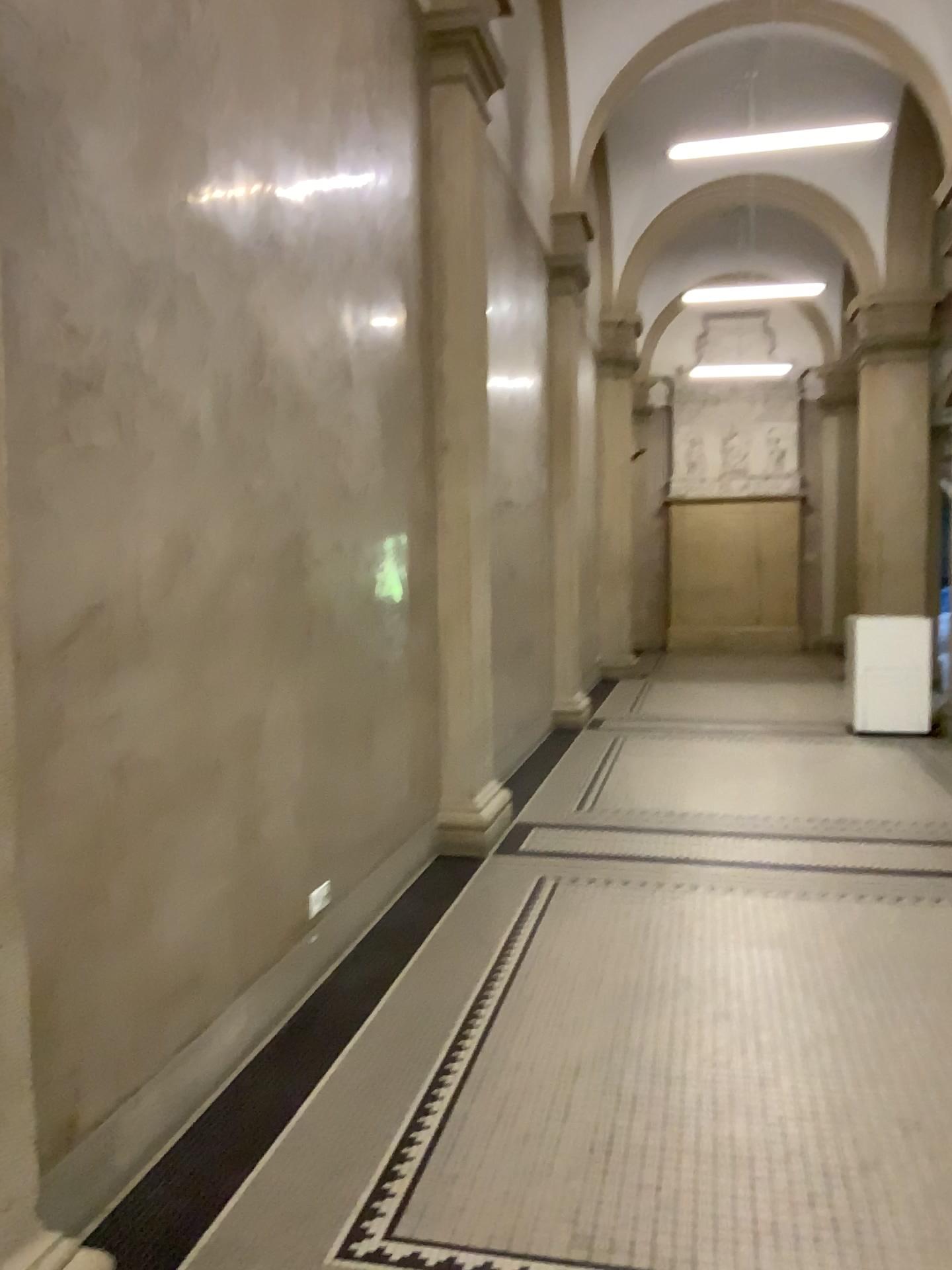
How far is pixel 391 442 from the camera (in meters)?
4.76
